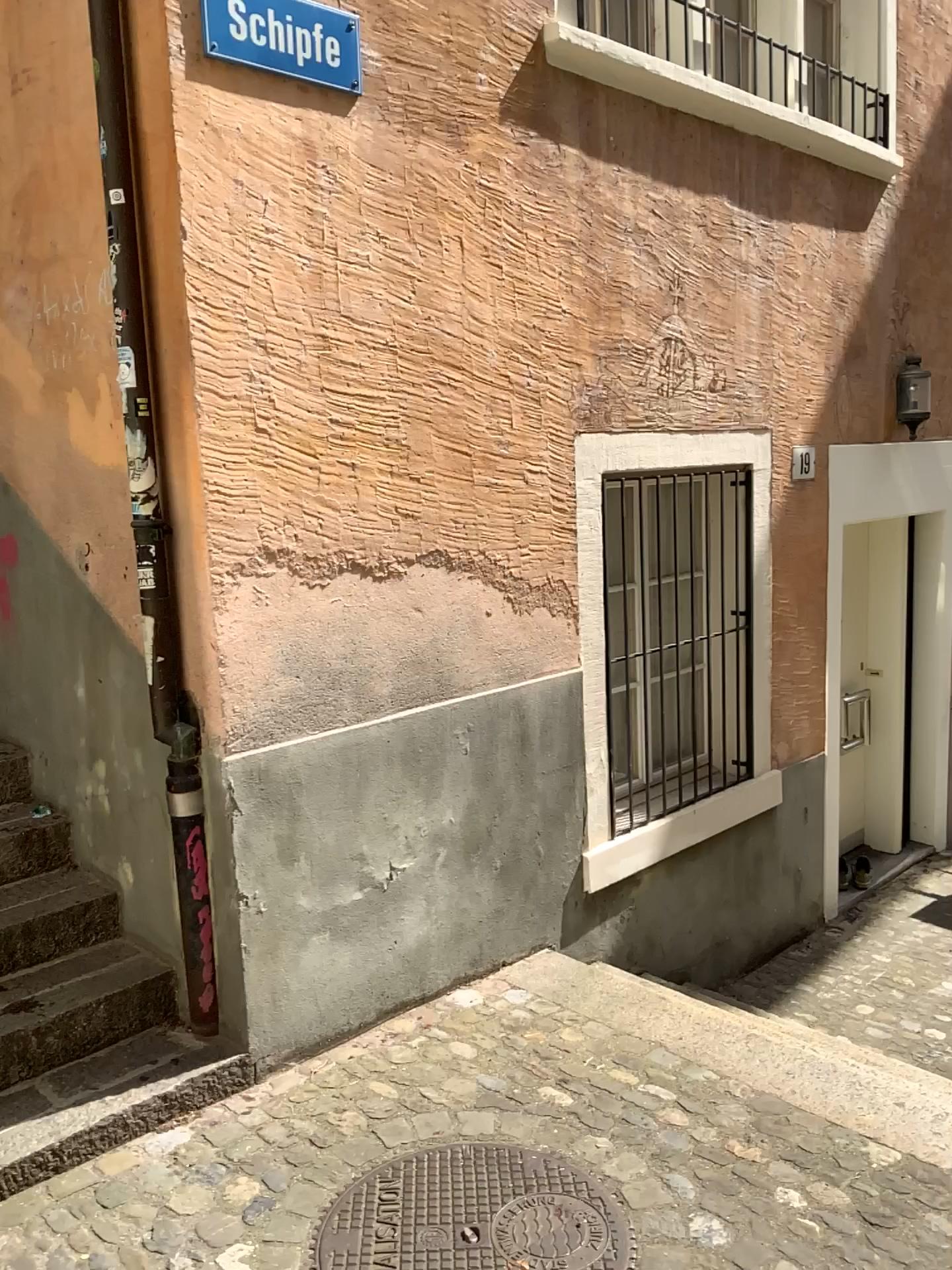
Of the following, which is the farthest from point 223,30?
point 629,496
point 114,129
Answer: point 629,496

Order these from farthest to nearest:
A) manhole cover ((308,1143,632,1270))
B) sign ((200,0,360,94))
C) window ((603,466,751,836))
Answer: window ((603,466,751,836)) < sign ((200,0,360,94)) < manhole cover ((308,1143,632,1270))

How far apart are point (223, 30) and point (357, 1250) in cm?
296

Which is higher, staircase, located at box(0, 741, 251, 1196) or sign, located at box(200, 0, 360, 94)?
sign, located at box(200, 0, 360, 94)

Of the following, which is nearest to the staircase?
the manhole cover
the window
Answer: the manhole cover

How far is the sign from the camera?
2.7m

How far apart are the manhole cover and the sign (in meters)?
2.85

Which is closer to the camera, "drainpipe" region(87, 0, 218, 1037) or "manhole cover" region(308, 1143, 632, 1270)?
"manhole cover" region(308, 1143, 632, 1270)

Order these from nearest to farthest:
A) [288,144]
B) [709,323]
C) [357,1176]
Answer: [357,1176] < [288,144] < [709,323]

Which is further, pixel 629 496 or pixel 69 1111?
pixel 629 496
